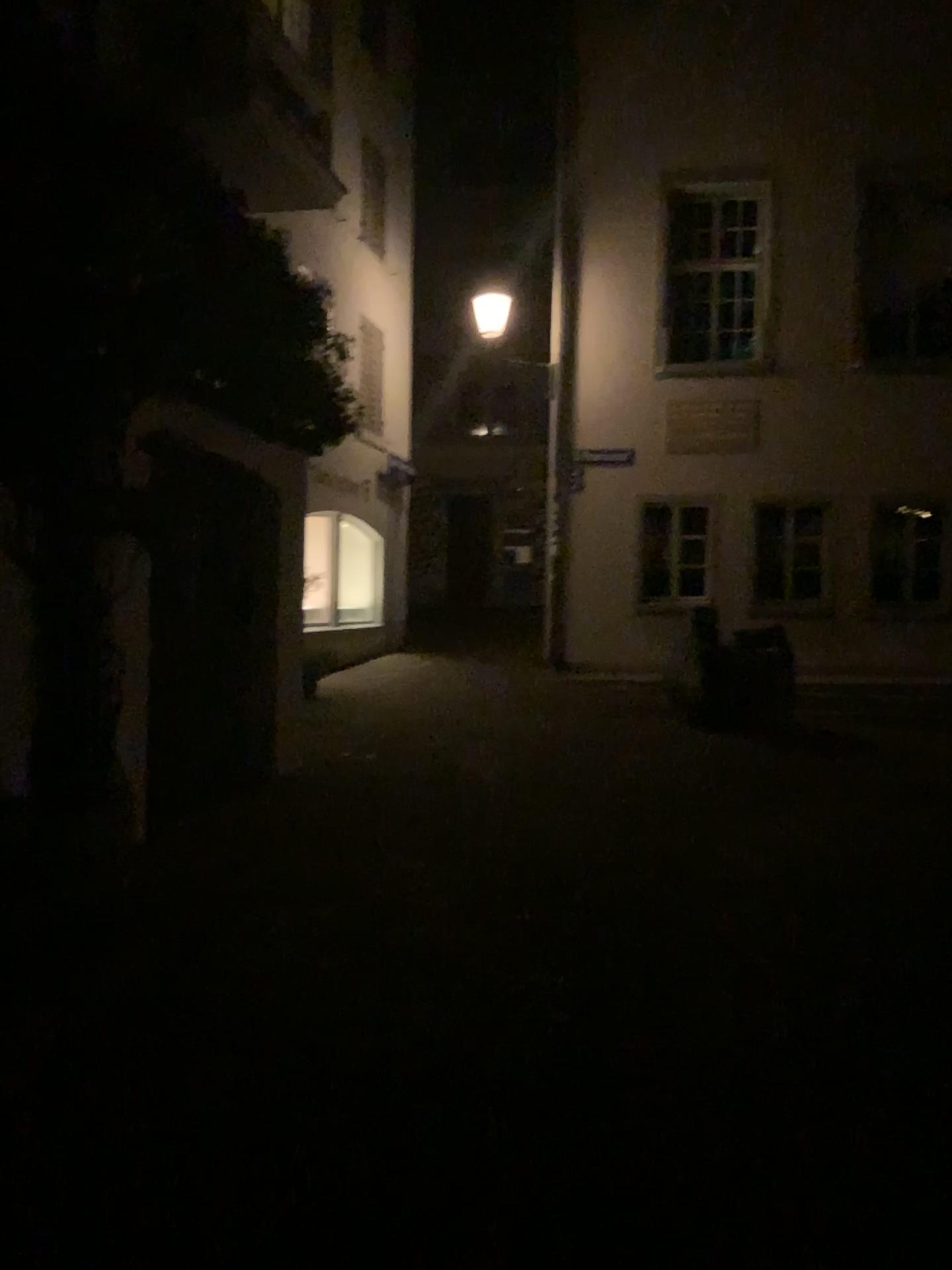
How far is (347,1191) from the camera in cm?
257
